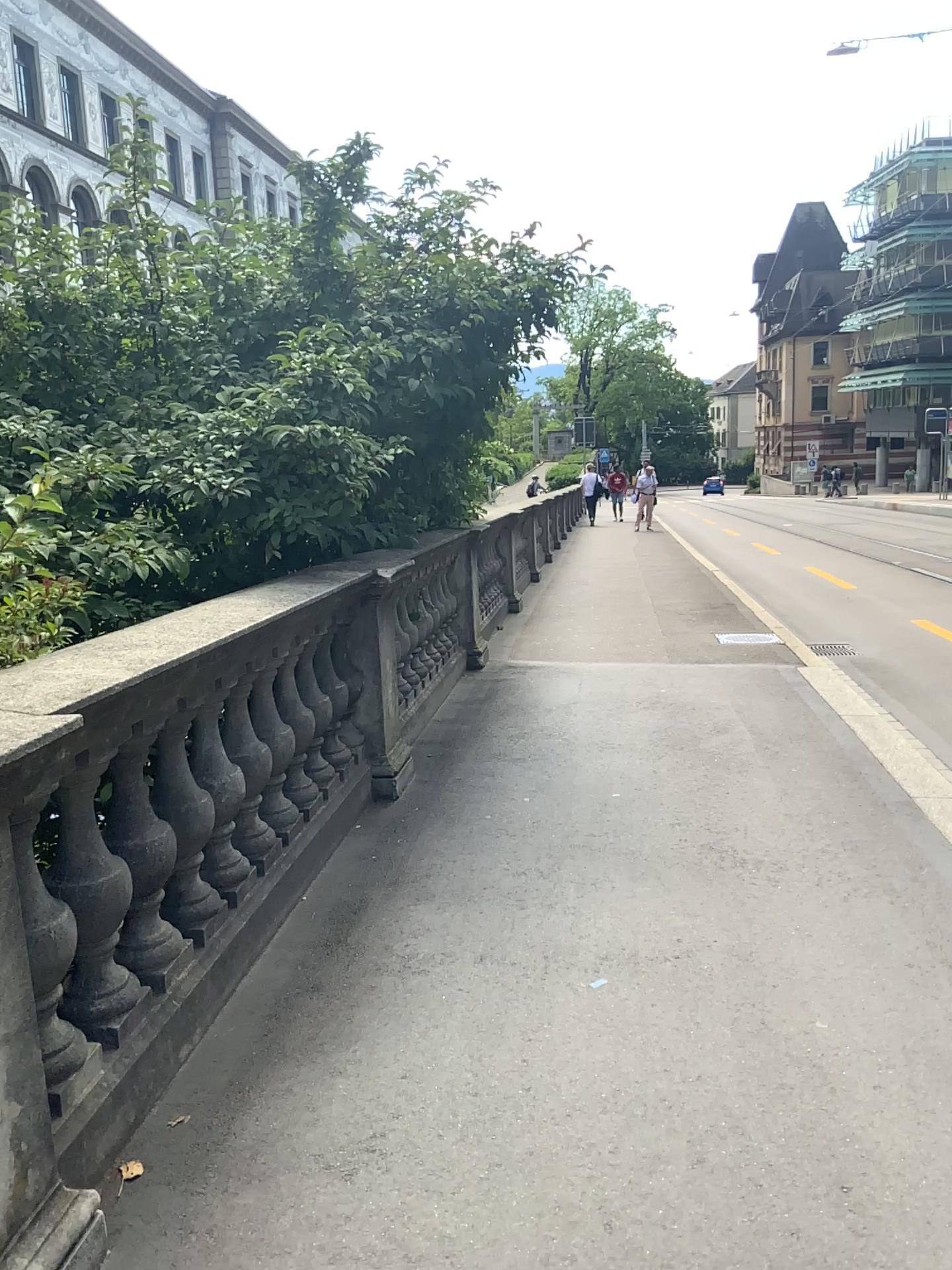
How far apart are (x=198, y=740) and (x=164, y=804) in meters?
0.3

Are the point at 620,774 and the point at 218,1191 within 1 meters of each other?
no

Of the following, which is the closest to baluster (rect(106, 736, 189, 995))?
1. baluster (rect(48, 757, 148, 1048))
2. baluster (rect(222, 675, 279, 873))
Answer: baluster (rect(48, 757, 148, 1048))

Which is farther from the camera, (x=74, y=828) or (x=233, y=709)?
(x=233, y=709)

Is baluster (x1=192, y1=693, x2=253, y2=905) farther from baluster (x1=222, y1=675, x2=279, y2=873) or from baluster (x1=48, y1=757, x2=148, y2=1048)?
baluster (x1=48, y1=757, x2=148, y2=1048)

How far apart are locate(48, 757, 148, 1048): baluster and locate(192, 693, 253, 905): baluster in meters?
0.5

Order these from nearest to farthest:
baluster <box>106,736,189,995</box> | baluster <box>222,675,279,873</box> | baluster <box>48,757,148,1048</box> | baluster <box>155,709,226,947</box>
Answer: baluster <box>48,757,148,1048</box> < baluster <box>106,736,189,995</box> < baluster <box>155,709,226,947</box> < baluster <box>222,675,279,873</box>

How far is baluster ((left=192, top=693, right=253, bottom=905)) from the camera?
2.97m

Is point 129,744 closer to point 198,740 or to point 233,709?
point 198,740

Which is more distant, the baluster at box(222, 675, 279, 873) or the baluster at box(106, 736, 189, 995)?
the baluster at box(222, 675, 279, 873)
